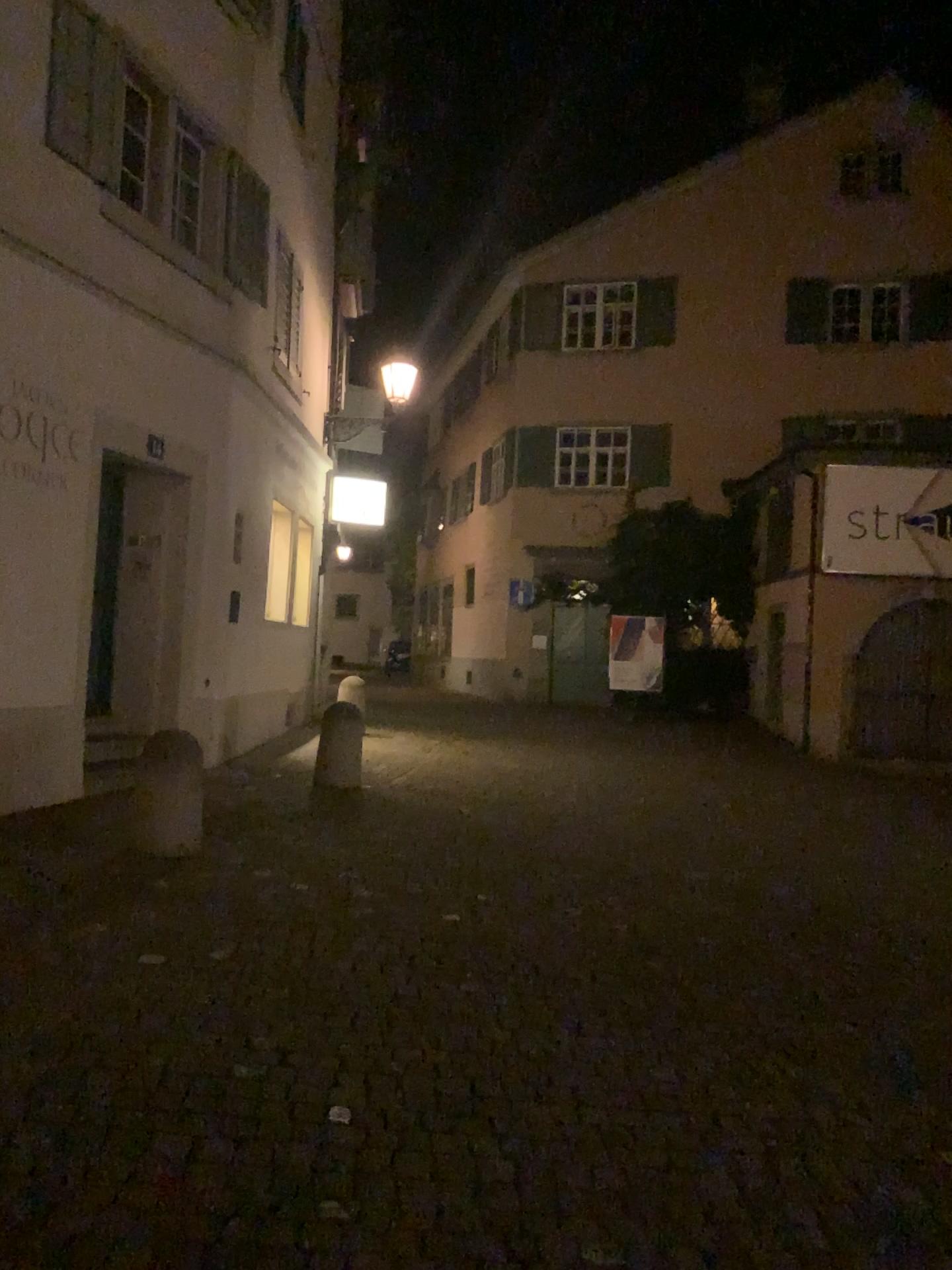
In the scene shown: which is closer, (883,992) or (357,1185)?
(357,1185)
